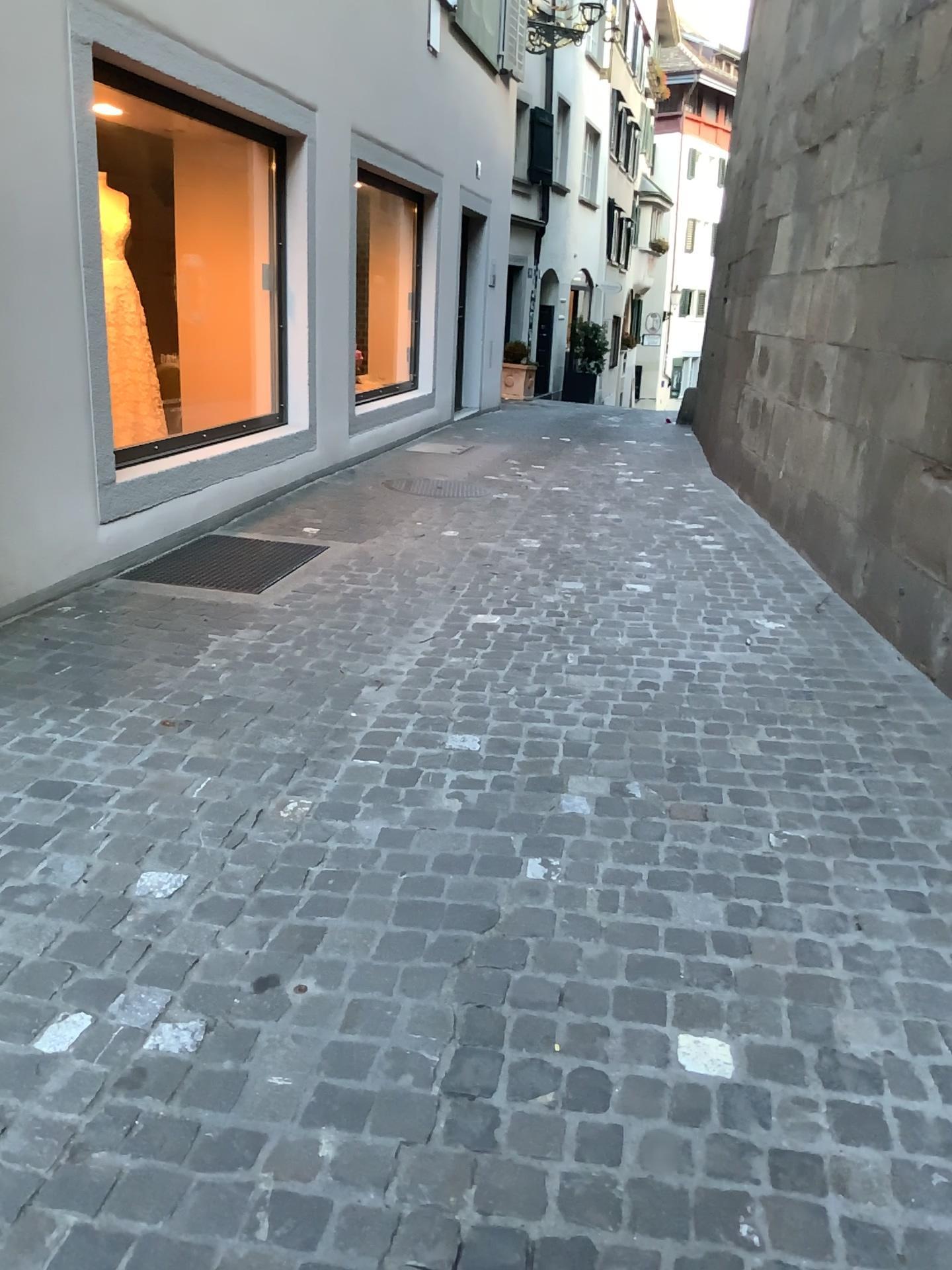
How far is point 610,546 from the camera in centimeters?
541cm
